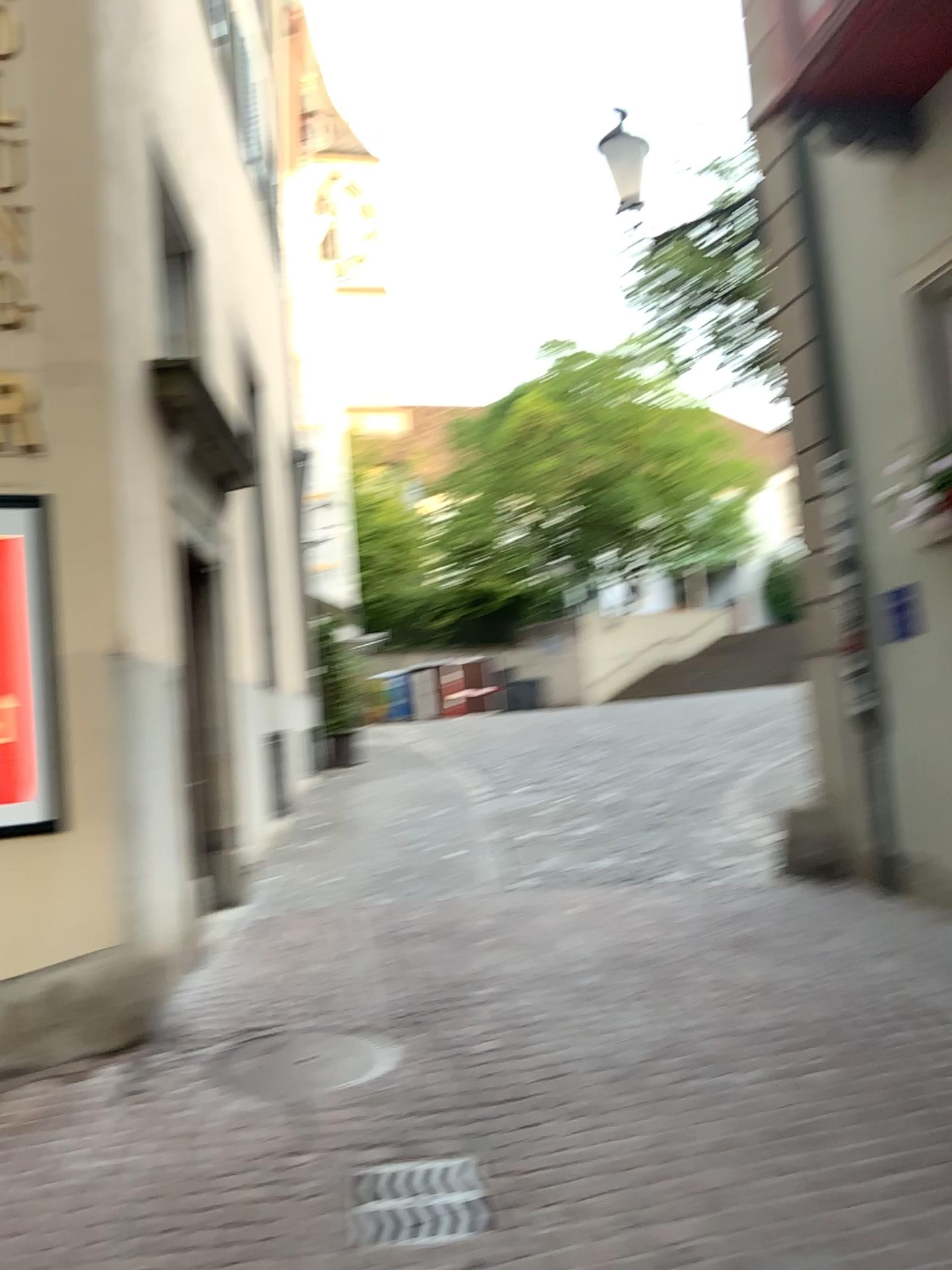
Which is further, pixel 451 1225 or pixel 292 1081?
pixel 292 1081

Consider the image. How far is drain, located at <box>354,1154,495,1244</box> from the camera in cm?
302

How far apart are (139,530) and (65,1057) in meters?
2.2 m

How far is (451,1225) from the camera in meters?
3.0 m

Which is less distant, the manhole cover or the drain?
the drain
